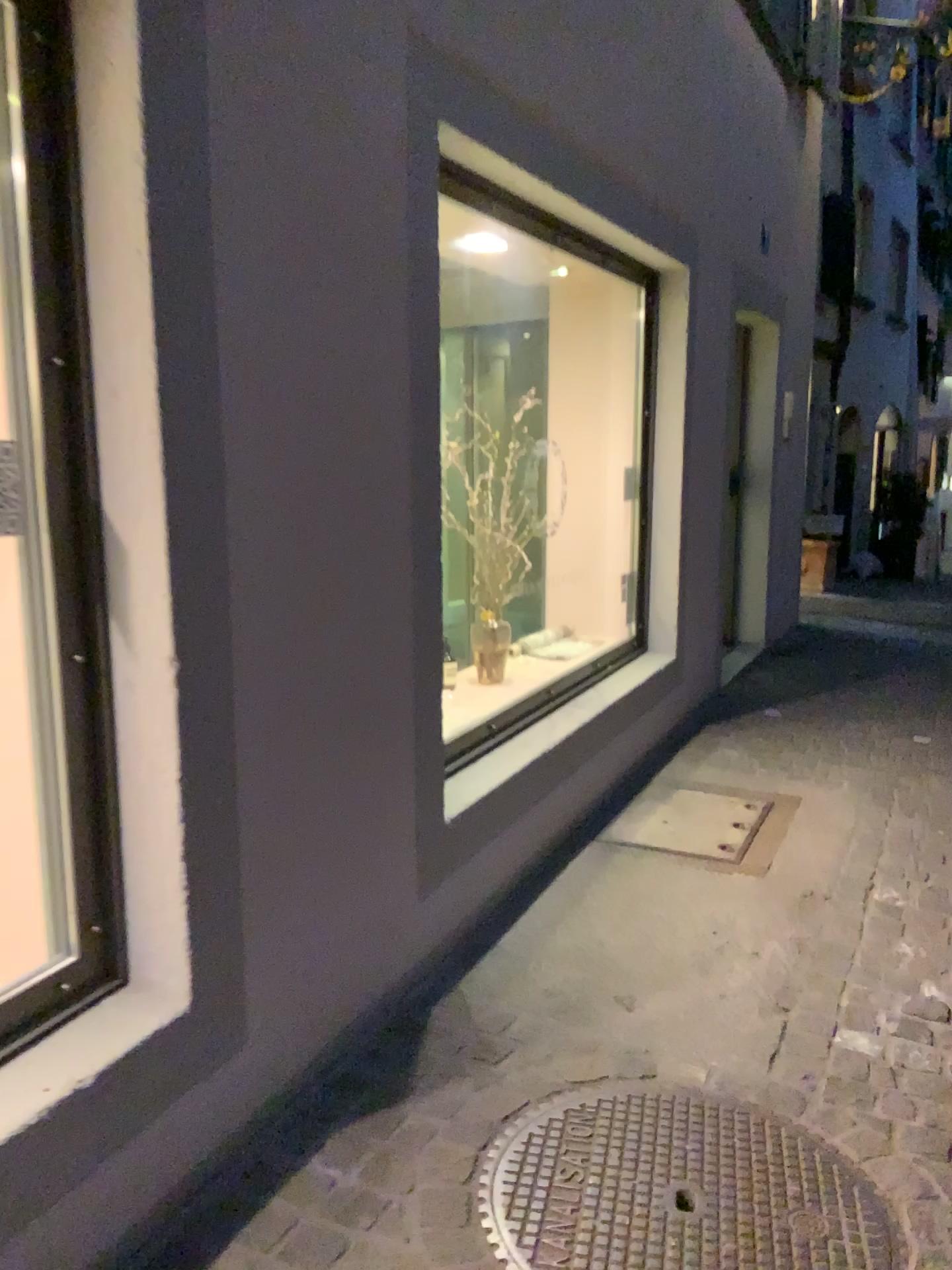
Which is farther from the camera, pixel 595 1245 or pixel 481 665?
pixel 481 665

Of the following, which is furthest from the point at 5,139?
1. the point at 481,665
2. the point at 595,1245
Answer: the point at 481,665

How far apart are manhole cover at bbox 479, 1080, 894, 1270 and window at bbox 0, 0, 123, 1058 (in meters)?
0.77

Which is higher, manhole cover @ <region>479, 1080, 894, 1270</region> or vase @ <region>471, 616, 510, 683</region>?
vase @ <region>471, 616, 510, 683</region>

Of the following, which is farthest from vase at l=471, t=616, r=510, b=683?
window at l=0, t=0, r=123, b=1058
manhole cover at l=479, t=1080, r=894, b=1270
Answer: window at l=0, t=0, r=123, b=1058

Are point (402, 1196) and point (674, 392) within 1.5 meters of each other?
no

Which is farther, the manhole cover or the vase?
the vase

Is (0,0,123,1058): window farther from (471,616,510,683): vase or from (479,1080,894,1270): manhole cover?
(471,616,510,683): vase

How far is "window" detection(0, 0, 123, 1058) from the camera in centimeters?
169cm

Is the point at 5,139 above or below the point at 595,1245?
above
